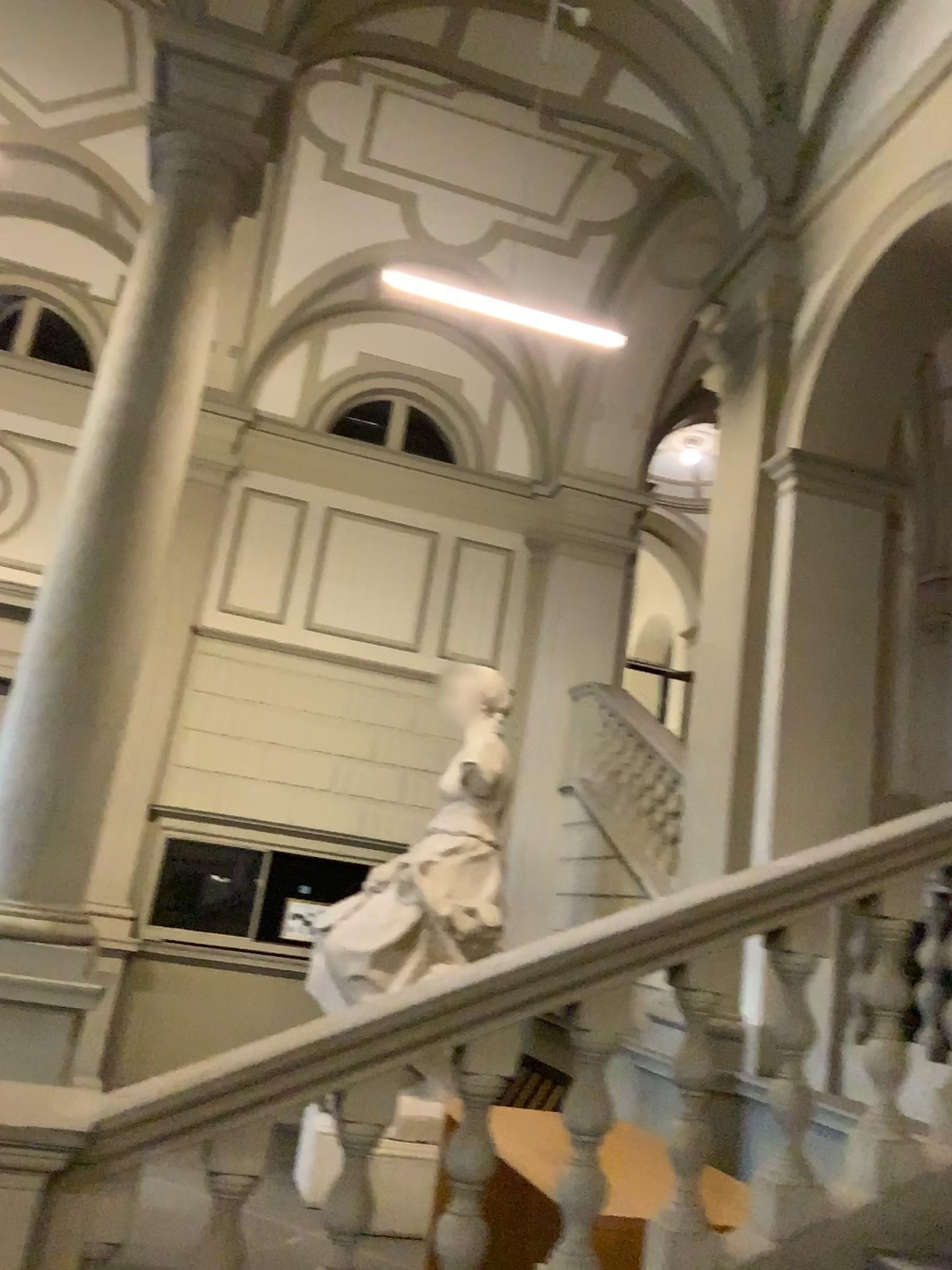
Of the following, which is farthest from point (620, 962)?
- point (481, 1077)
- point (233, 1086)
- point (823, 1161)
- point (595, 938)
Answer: point (233, 1086)
